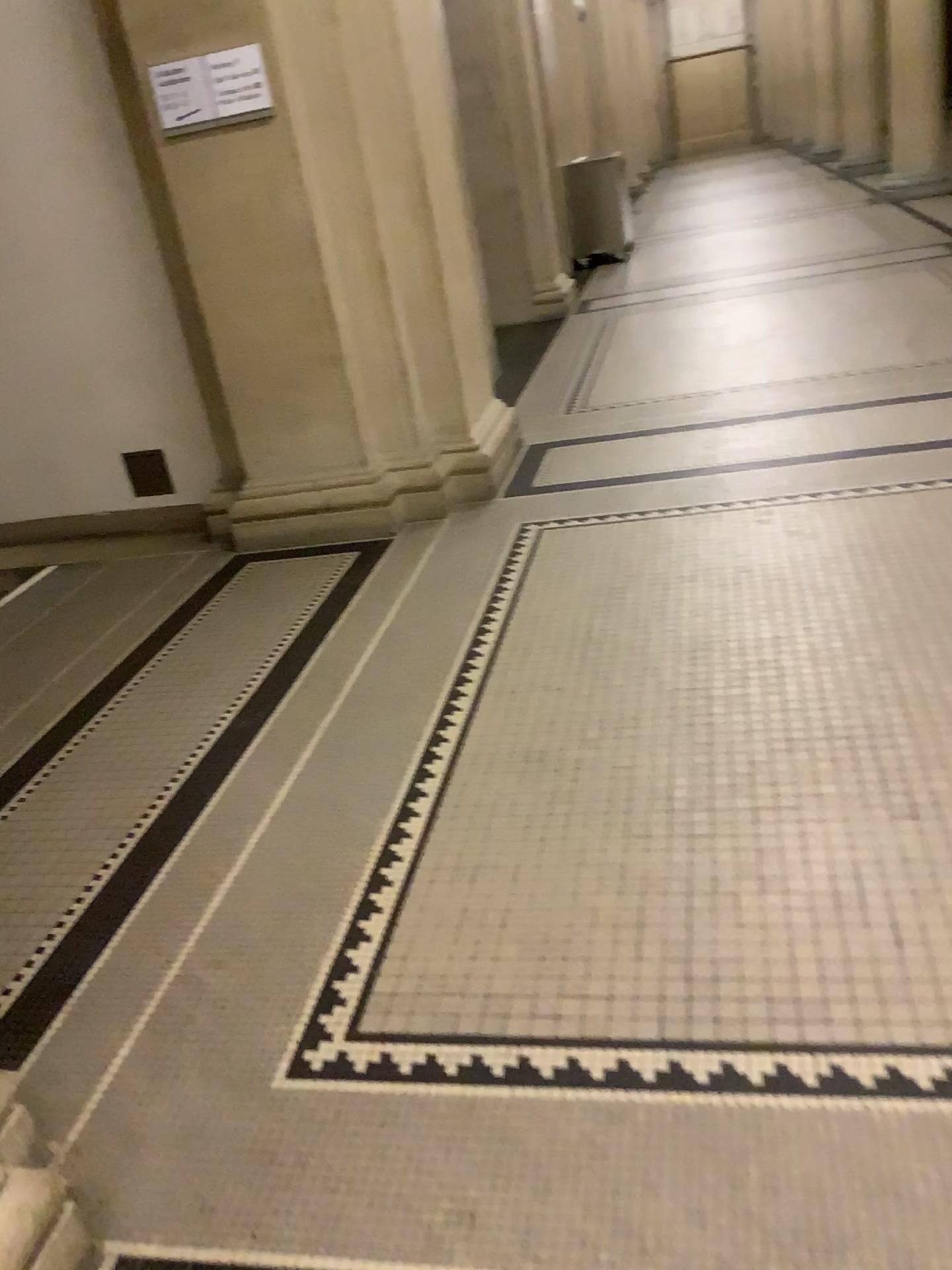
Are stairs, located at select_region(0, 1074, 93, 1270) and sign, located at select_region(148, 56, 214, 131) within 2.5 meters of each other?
no

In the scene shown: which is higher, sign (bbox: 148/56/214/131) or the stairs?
sign (bbox: 148/56/214/131)

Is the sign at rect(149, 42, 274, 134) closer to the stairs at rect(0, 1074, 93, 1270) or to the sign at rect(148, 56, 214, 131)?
the sign at rect(148, 56, 214, 131)

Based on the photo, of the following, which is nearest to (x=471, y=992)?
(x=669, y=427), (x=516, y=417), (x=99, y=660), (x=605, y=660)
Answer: (x=605, y=660)

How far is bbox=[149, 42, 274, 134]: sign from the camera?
3.7 meters

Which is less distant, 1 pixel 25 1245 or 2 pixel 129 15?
1 pixel 25 1245

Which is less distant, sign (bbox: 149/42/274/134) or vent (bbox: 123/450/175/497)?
sign (bbox: 149/42/274/134)

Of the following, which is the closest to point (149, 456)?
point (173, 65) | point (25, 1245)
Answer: point (173, 65)

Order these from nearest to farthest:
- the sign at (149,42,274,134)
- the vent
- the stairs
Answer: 1. the stairs
2. the sign at (149,42,274,134)
3. the vent

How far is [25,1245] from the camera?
1.4 meters
